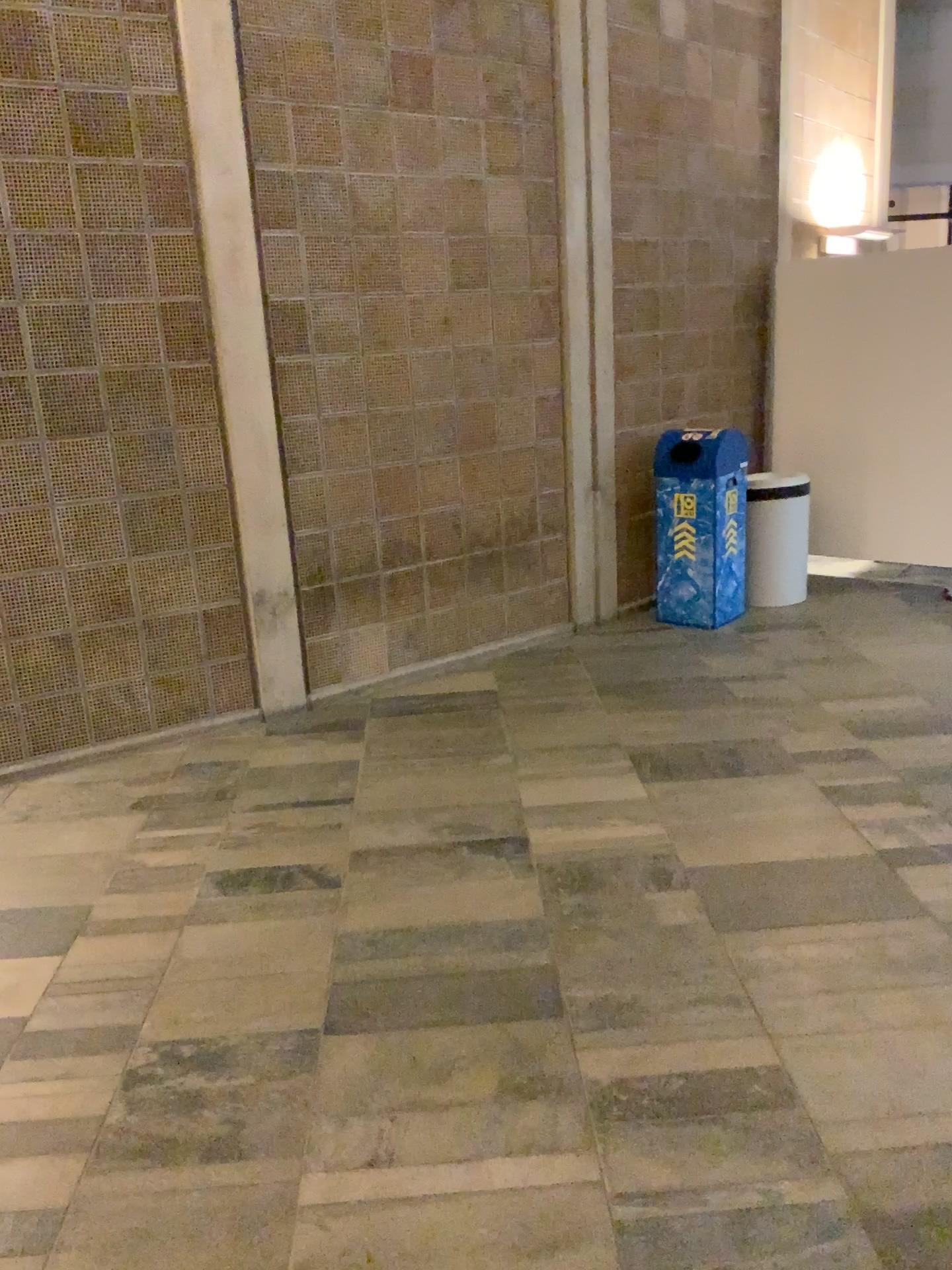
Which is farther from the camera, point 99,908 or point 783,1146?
point 99,908
